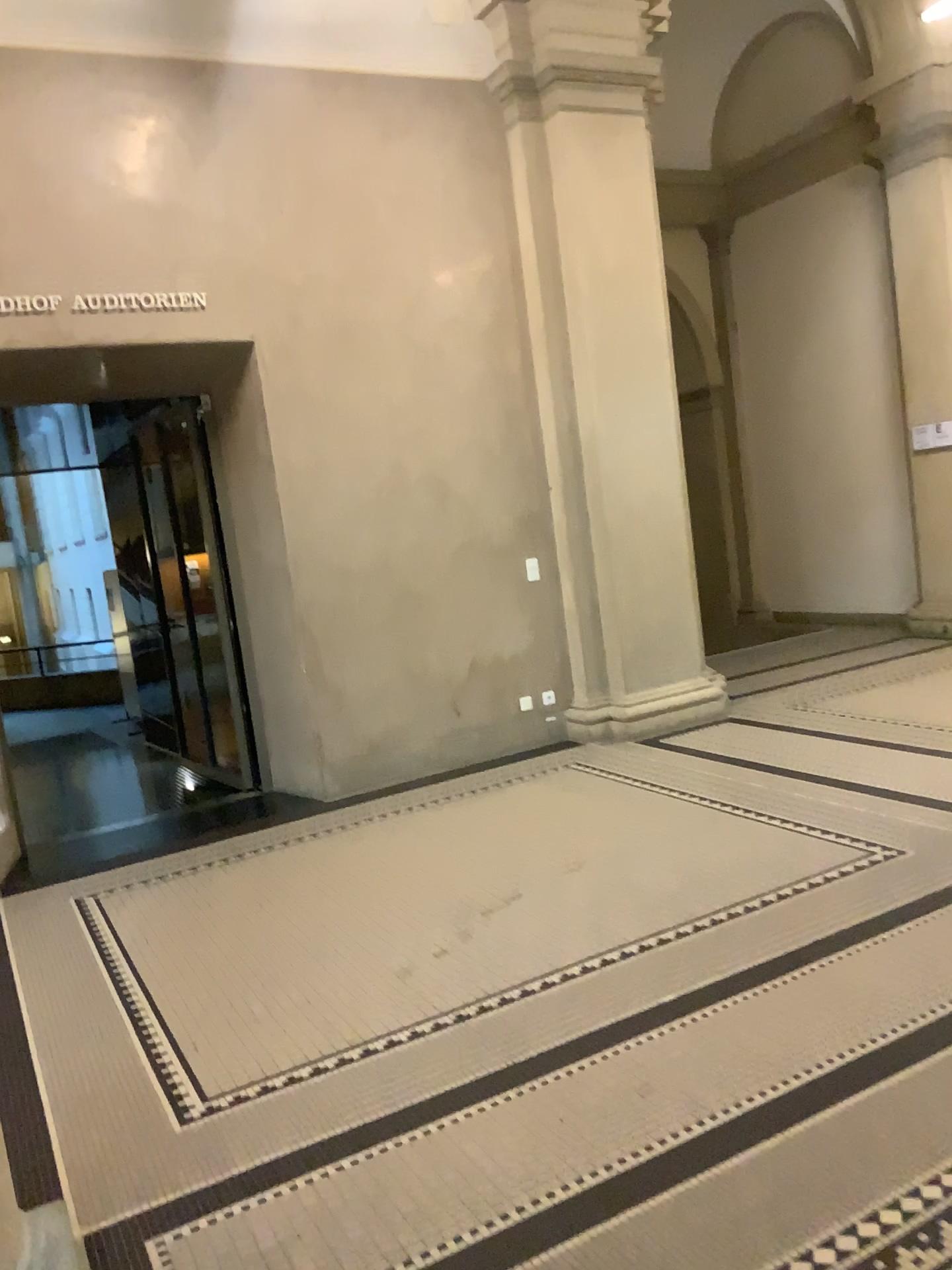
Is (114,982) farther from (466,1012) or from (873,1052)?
(873,1052)
